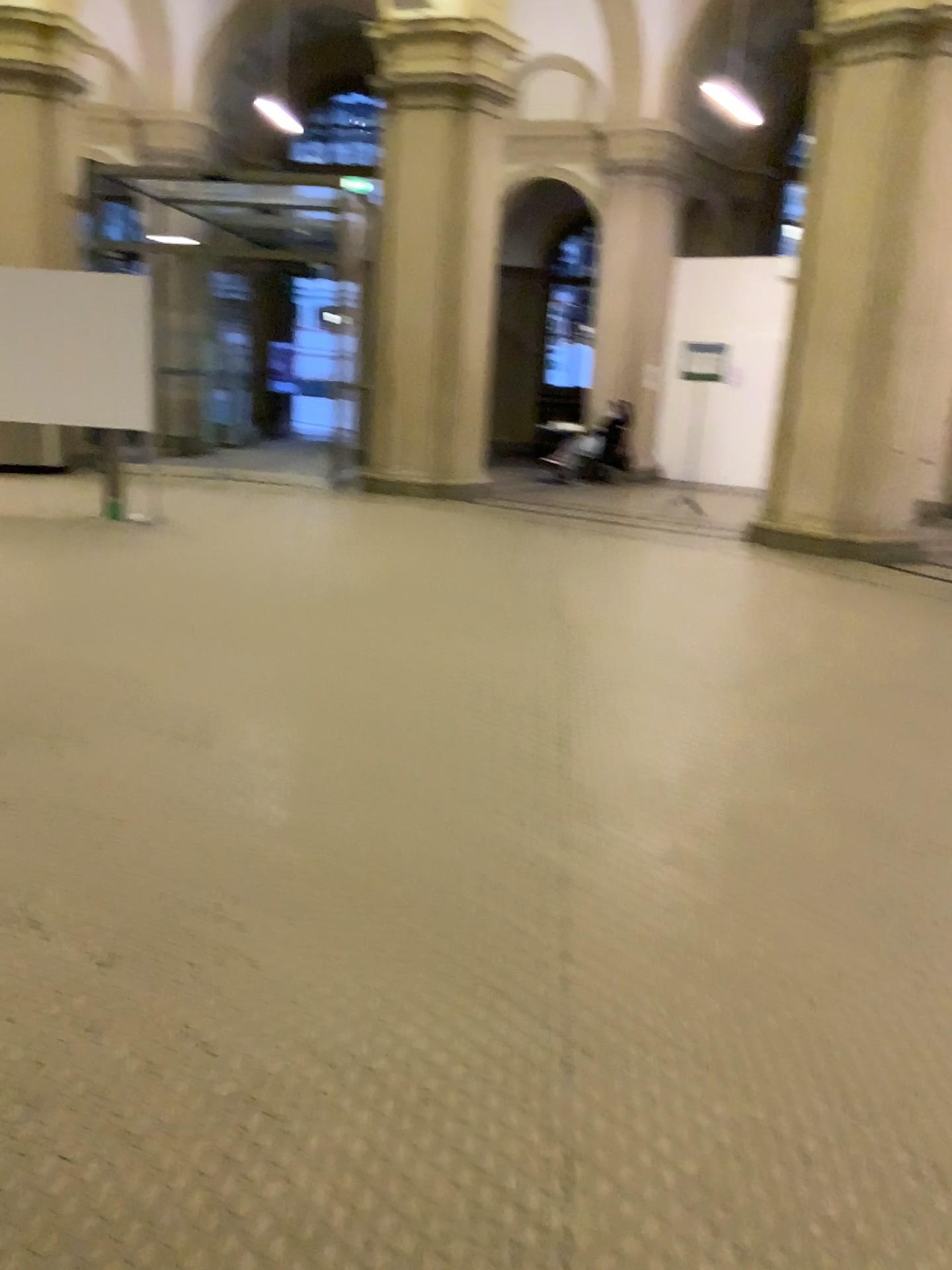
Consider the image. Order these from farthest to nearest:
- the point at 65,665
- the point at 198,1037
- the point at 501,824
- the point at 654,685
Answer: the point at 654,685 → the point at 65,665 → the point at 501,824 → the point at 198,1037
